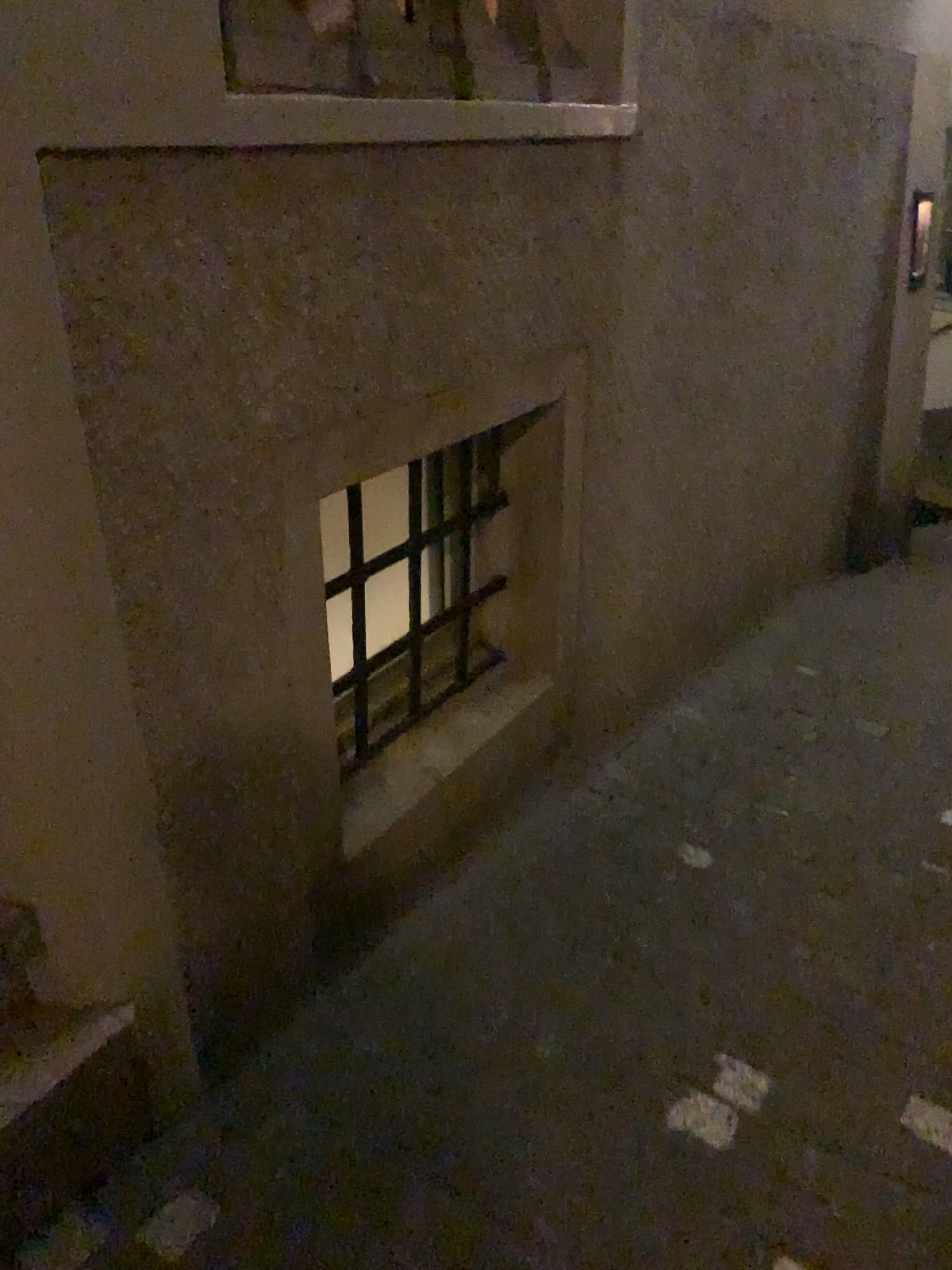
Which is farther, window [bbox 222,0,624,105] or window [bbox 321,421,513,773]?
window [bbox 321,421,513,773]

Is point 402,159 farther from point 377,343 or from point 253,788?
point 253,788

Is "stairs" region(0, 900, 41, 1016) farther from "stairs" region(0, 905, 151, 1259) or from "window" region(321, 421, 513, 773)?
"window" region(321, 421, 513, 773)

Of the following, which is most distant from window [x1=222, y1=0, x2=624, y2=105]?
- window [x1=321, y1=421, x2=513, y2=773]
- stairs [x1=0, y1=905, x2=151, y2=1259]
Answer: → stairs [x1=0, y1=905, x2=151, y2=1259]

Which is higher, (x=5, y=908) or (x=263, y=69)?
(x=263, y=69)

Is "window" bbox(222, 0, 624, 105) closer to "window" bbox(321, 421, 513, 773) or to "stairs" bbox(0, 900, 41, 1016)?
"window" bbox(321, 421, 513, 773)

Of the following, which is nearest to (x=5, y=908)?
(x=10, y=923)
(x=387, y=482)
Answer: (x=10, y=923)

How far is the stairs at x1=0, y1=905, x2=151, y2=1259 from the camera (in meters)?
1.38

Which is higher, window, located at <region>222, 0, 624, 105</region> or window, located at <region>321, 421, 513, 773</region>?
window, located at <region>222, 0, 624, 105</region>

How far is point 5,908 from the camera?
1.38m
